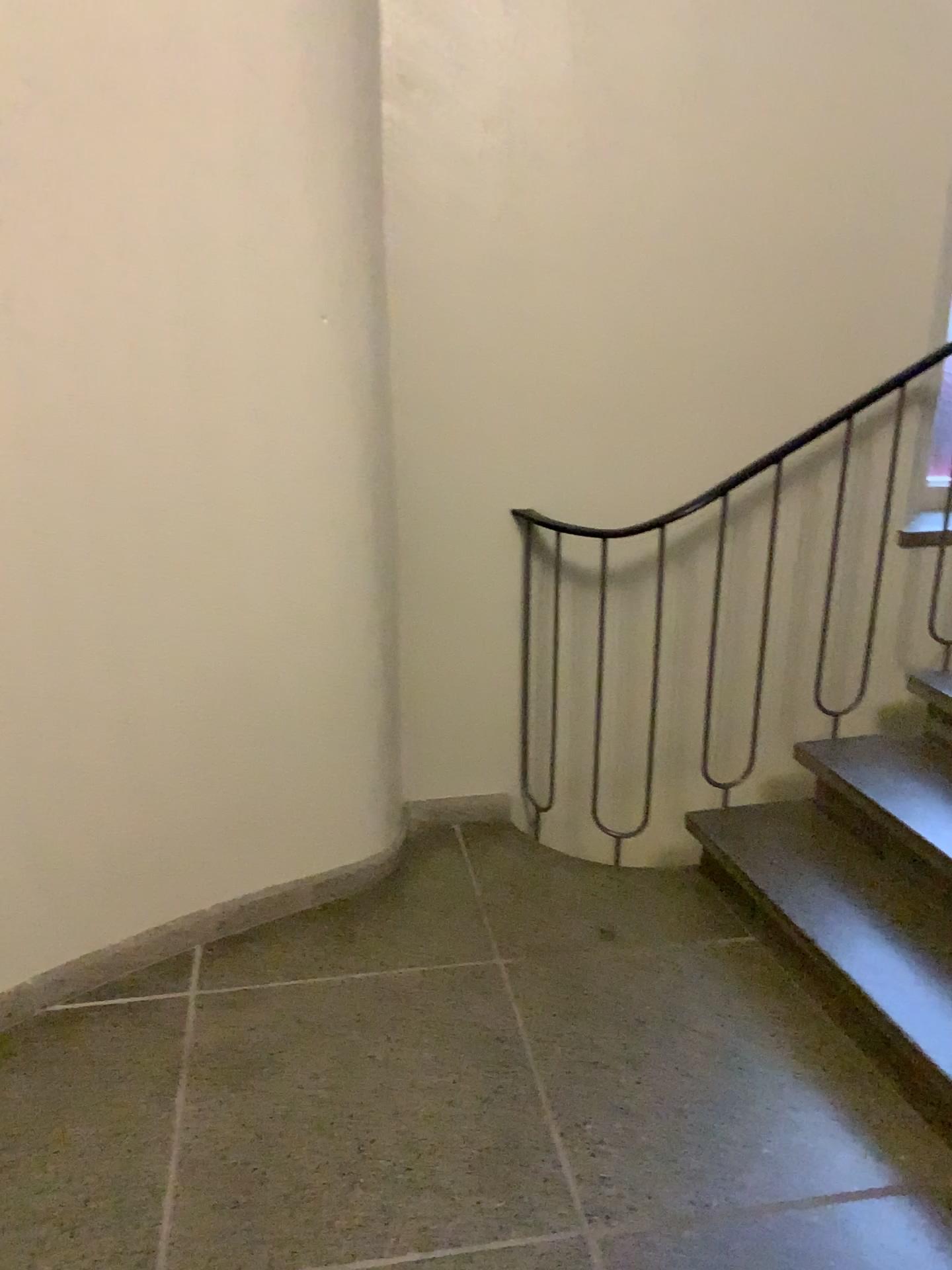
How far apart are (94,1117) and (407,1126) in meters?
0.6 m
